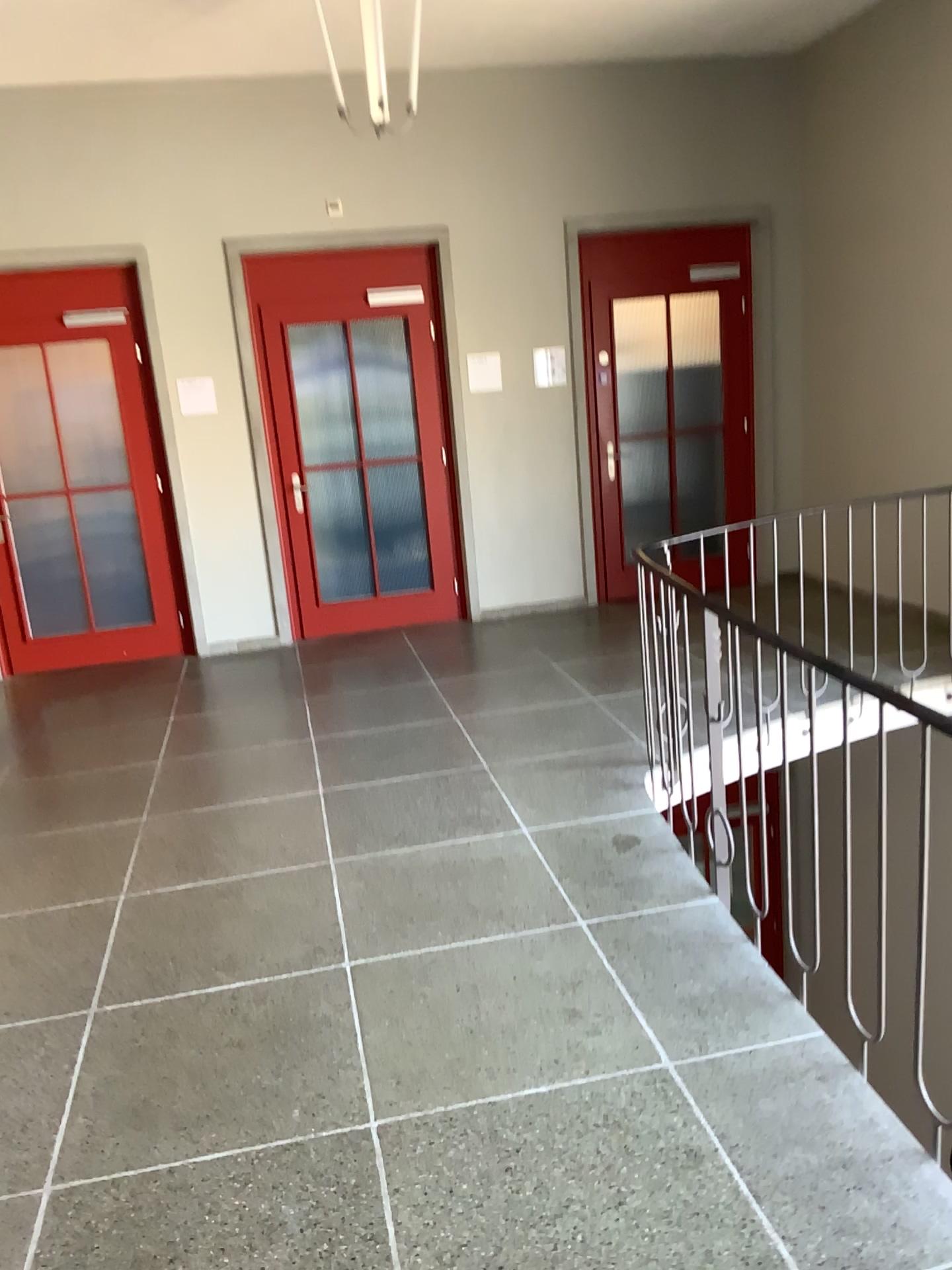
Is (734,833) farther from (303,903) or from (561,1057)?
(303,903)
